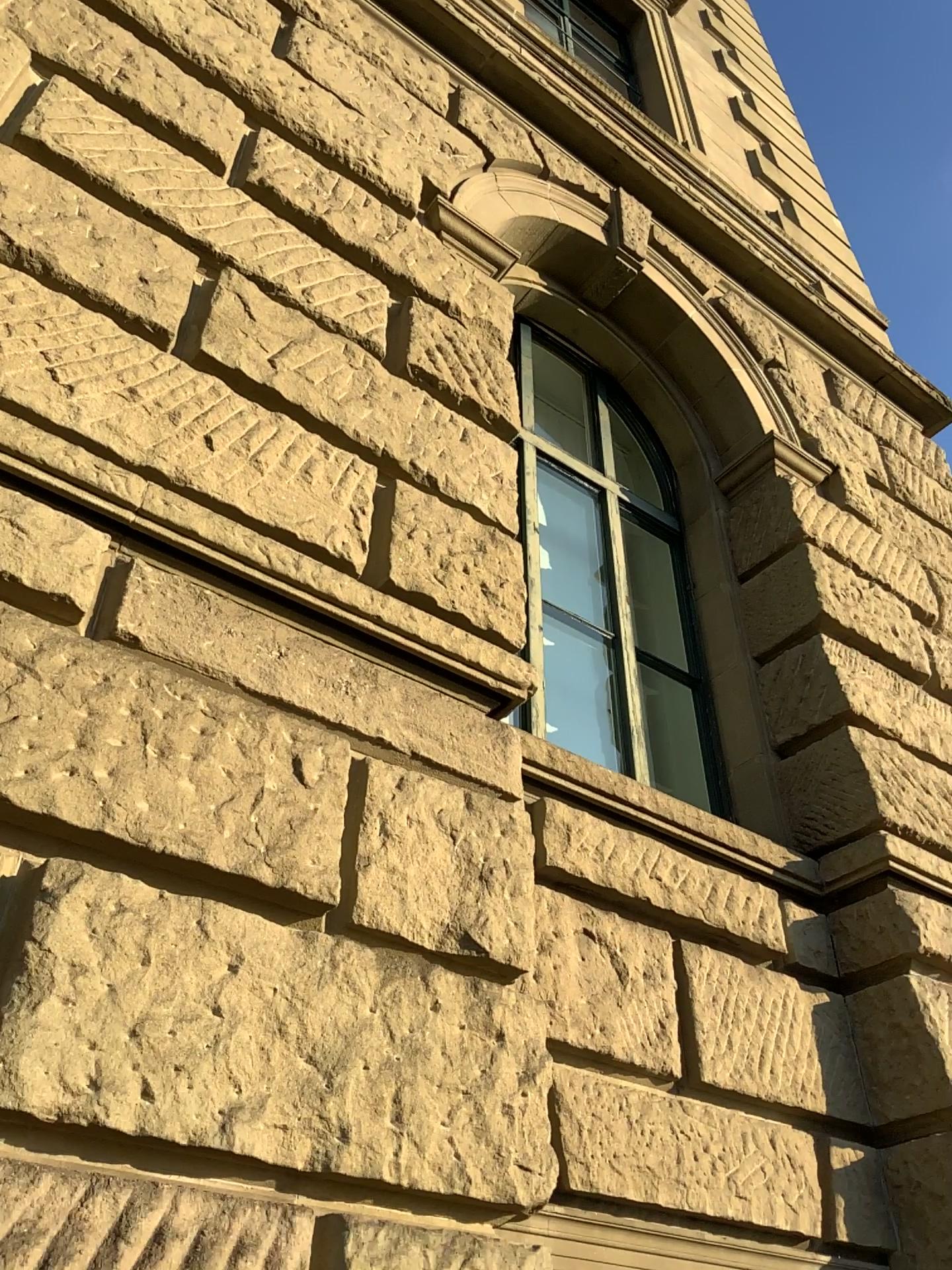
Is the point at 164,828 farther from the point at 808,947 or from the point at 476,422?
the point at 808,947
